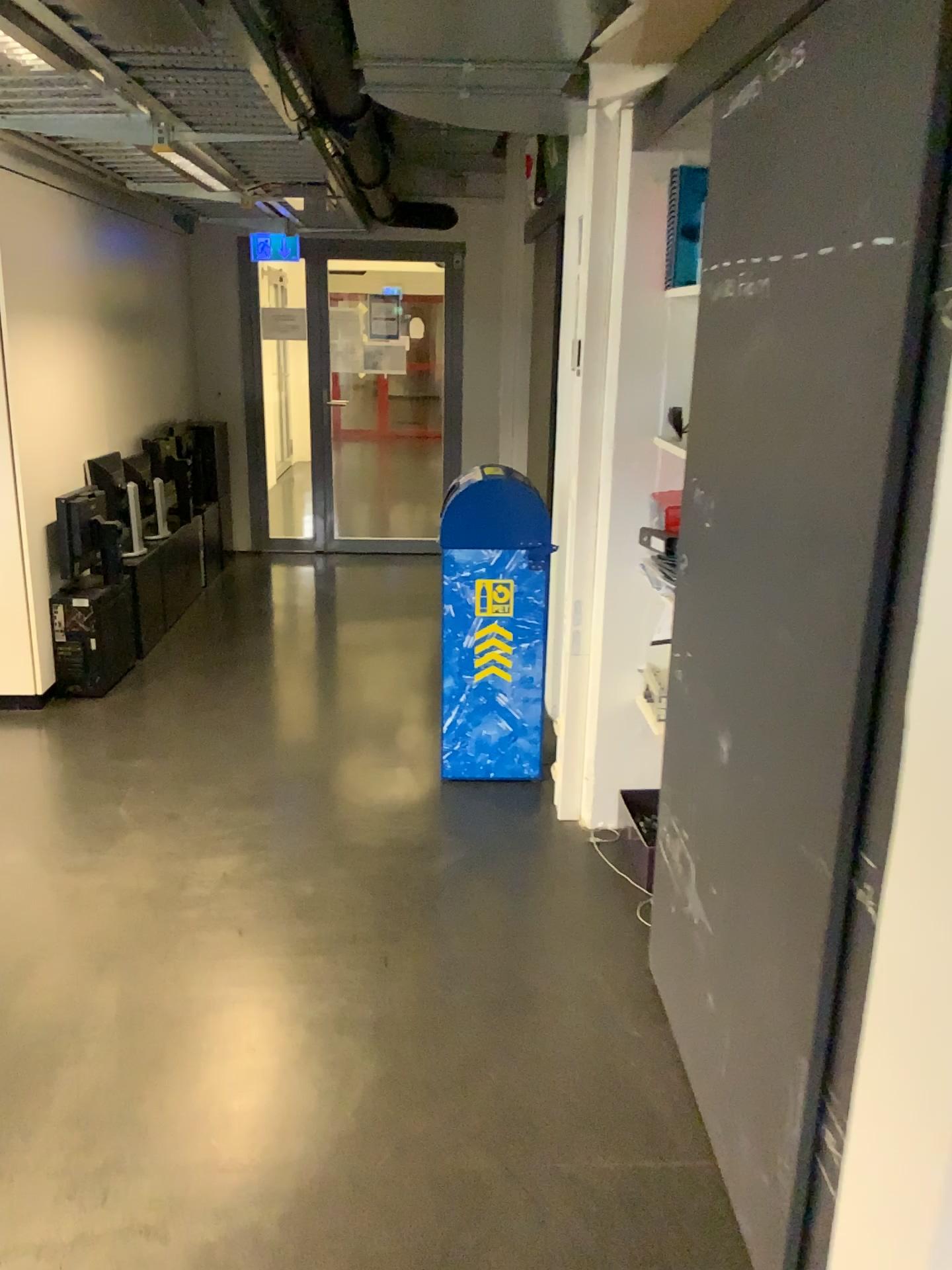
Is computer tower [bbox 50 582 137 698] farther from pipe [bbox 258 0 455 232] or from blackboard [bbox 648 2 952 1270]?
blackboard [bbox 648 2 952 1270]

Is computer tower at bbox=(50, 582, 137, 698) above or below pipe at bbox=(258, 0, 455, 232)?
below

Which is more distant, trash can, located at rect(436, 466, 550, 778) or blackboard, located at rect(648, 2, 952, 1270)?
trash can, located at rect(436, 466, 550, 778)

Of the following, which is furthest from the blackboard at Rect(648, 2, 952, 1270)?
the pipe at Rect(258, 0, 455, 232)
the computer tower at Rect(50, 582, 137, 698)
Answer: the computer tower at Rect(50, 582, 137, 698)

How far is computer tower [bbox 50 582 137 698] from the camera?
4.3 meters

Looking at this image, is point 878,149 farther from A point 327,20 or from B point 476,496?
B point 476,496

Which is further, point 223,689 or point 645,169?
point 223,689

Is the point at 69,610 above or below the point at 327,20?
below

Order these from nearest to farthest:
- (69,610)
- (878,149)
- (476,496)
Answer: (878,149)
(476,496)
(69,610)

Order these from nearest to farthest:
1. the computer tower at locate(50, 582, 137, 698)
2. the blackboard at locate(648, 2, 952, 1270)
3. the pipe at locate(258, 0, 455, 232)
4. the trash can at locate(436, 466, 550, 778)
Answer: the blackboard at locate(648, 2, 952, 1270) → the pipe at locate(258, 0, 455, 232) → the trash can at locate(436, 466, 550, 778) → the computer tower at locate(50, 582, 137, 698)
